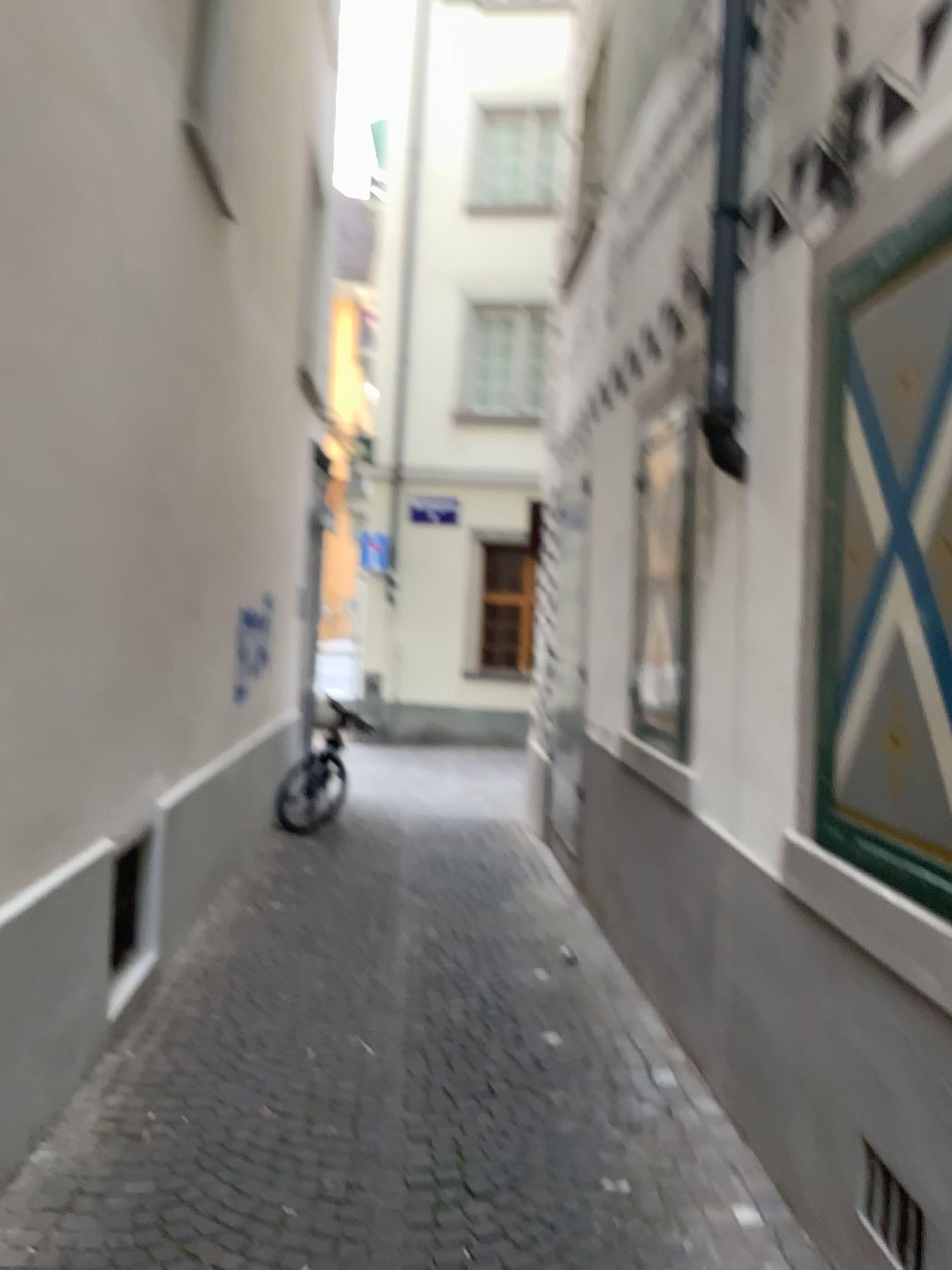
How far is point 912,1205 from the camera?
2.2 meters

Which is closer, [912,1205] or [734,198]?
[912,1205]

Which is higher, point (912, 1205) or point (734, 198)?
point (734, 198)

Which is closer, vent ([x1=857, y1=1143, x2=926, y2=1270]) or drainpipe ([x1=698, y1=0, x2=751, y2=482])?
vent ([x1=857, y1=1143, x2=926, y2=1270])

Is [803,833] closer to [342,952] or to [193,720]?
[342,952]

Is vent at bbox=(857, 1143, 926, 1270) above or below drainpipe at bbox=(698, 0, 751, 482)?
below

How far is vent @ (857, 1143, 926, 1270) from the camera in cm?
219
